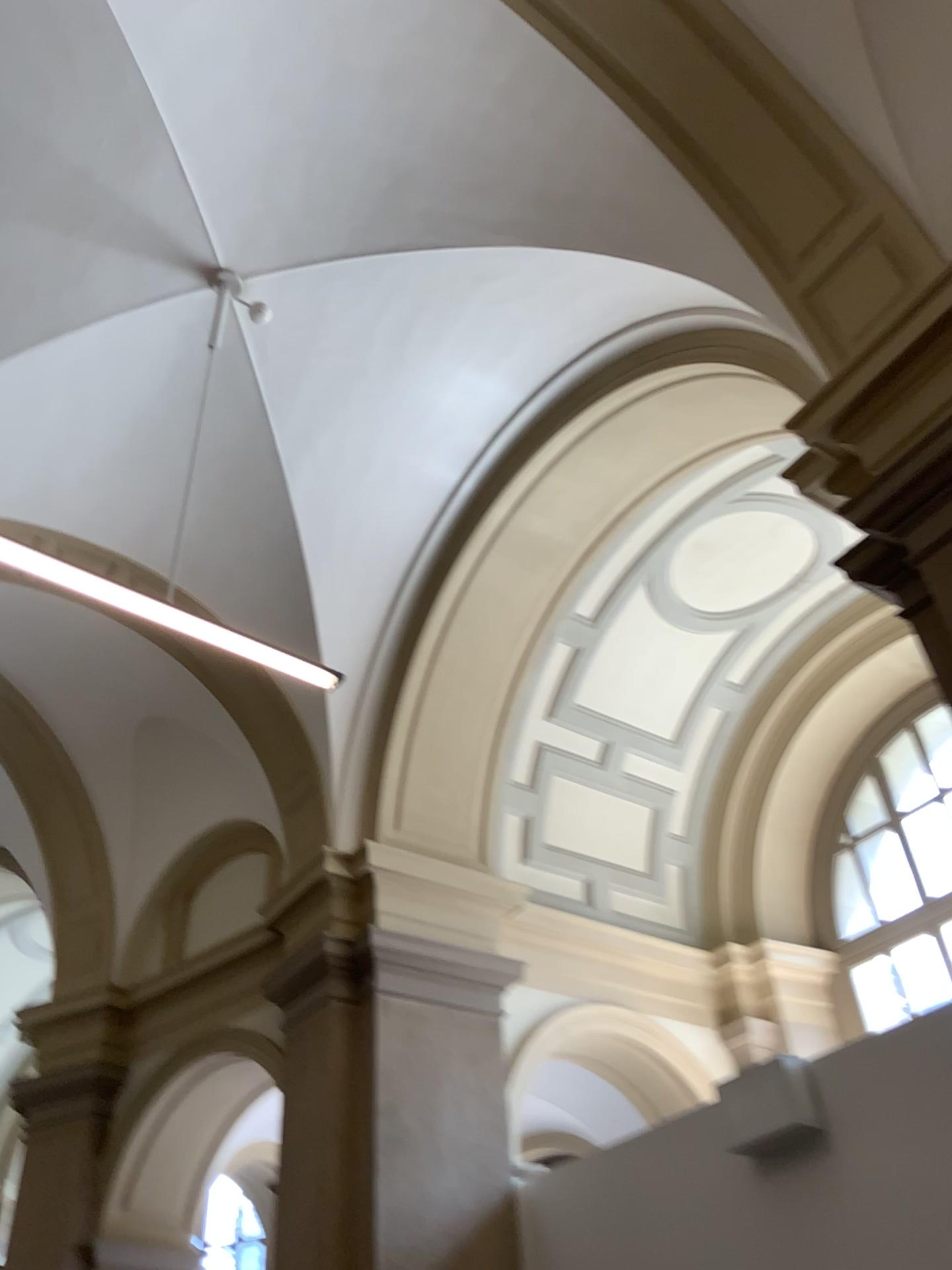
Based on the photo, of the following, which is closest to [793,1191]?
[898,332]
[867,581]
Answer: [867,581]
